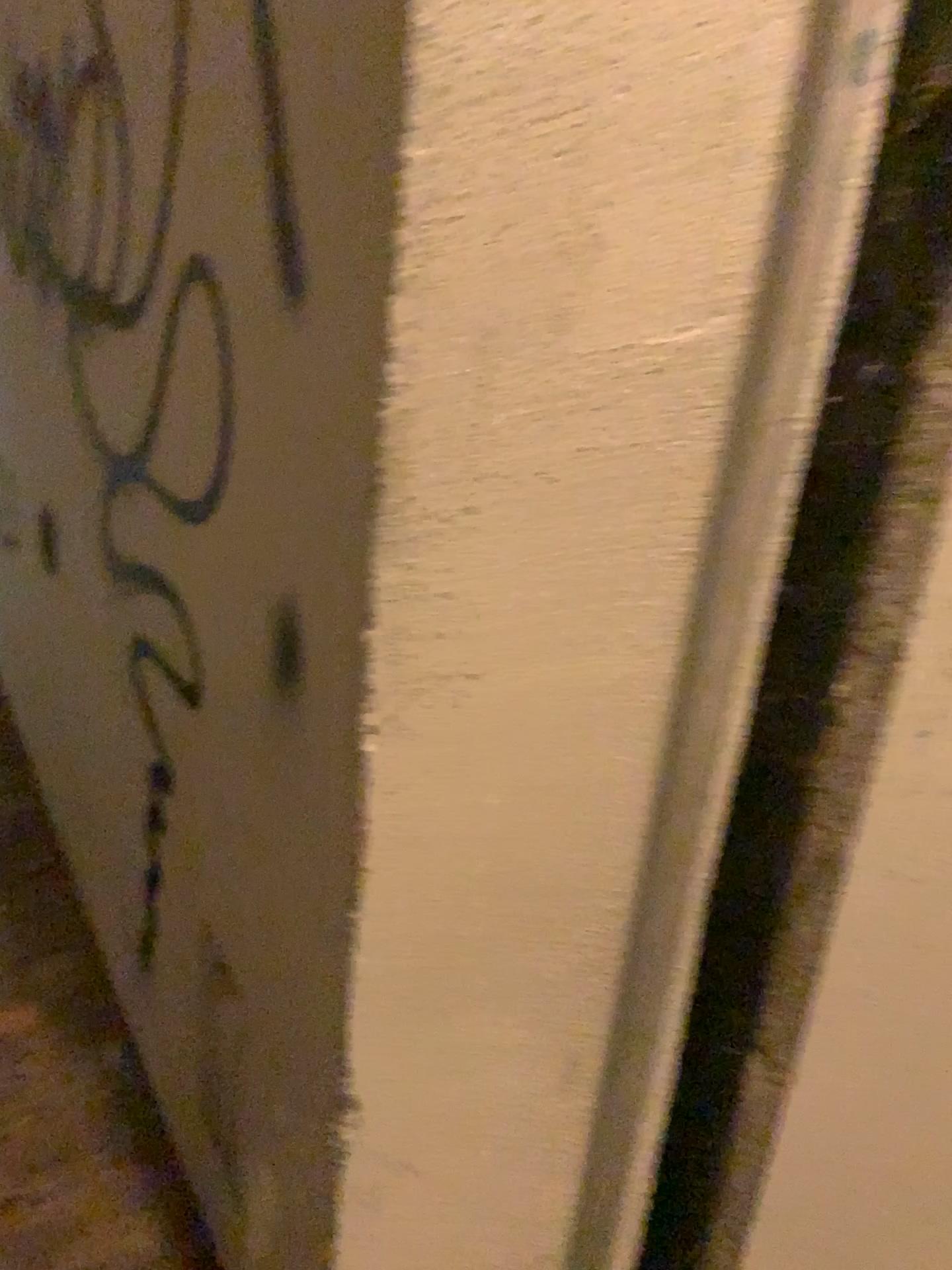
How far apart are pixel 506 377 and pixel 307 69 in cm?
28
